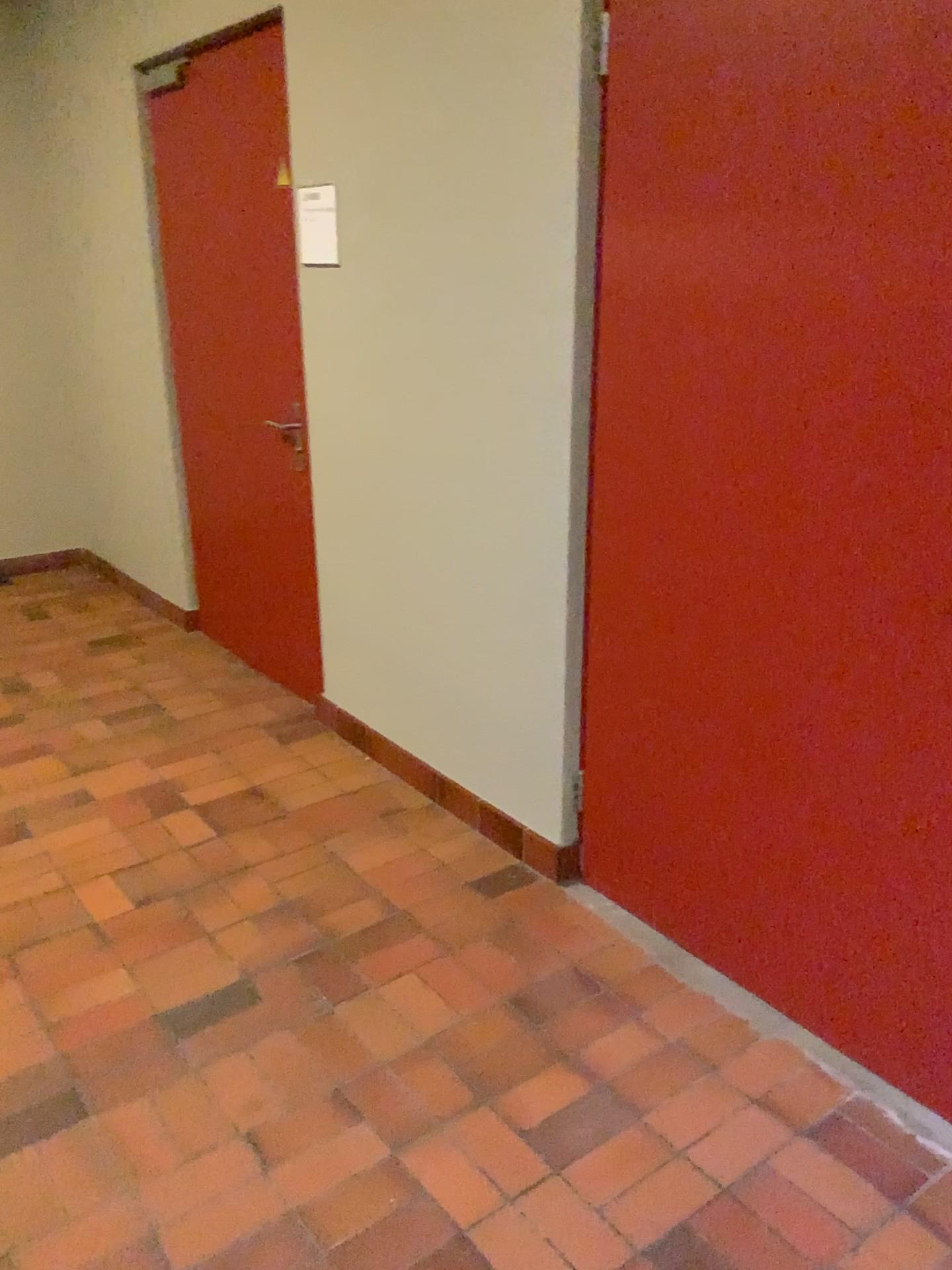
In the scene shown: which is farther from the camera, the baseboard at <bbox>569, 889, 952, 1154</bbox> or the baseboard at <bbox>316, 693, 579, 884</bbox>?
the baseboard at <bbox>316, 693, 579, 884</bbox>

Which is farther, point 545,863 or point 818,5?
point 545,863

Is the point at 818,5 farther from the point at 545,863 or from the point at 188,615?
the point at 188,615

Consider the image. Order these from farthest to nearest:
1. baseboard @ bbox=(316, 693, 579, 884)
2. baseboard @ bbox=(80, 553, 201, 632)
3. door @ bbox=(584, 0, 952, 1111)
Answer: baseboard @ bbox=(80, 553, 201, 632)
baseboard @ bbox=(316, 693, 579, 884)
door @ bbox=(584, 0, 952, 1111)

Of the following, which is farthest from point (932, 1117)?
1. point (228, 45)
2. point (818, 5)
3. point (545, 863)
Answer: point (228, 45)

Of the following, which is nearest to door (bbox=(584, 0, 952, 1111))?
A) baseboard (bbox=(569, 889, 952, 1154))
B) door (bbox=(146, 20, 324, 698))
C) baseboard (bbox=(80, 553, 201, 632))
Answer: baseboard (bbox=(569, 889, 952, 1154))

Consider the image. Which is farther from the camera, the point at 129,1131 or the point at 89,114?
the point at 89,114

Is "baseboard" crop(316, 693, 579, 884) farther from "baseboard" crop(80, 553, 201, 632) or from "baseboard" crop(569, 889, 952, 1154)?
"baseboard" crop(80, 553, 201, 632)

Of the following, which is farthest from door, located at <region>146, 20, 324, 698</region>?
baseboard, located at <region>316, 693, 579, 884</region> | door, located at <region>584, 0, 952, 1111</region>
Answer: door, located at <region>584, 0, 952, 1111</region>

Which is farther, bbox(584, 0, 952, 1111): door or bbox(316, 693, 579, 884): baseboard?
bbox(316, 693, 579, 884): baseboard
